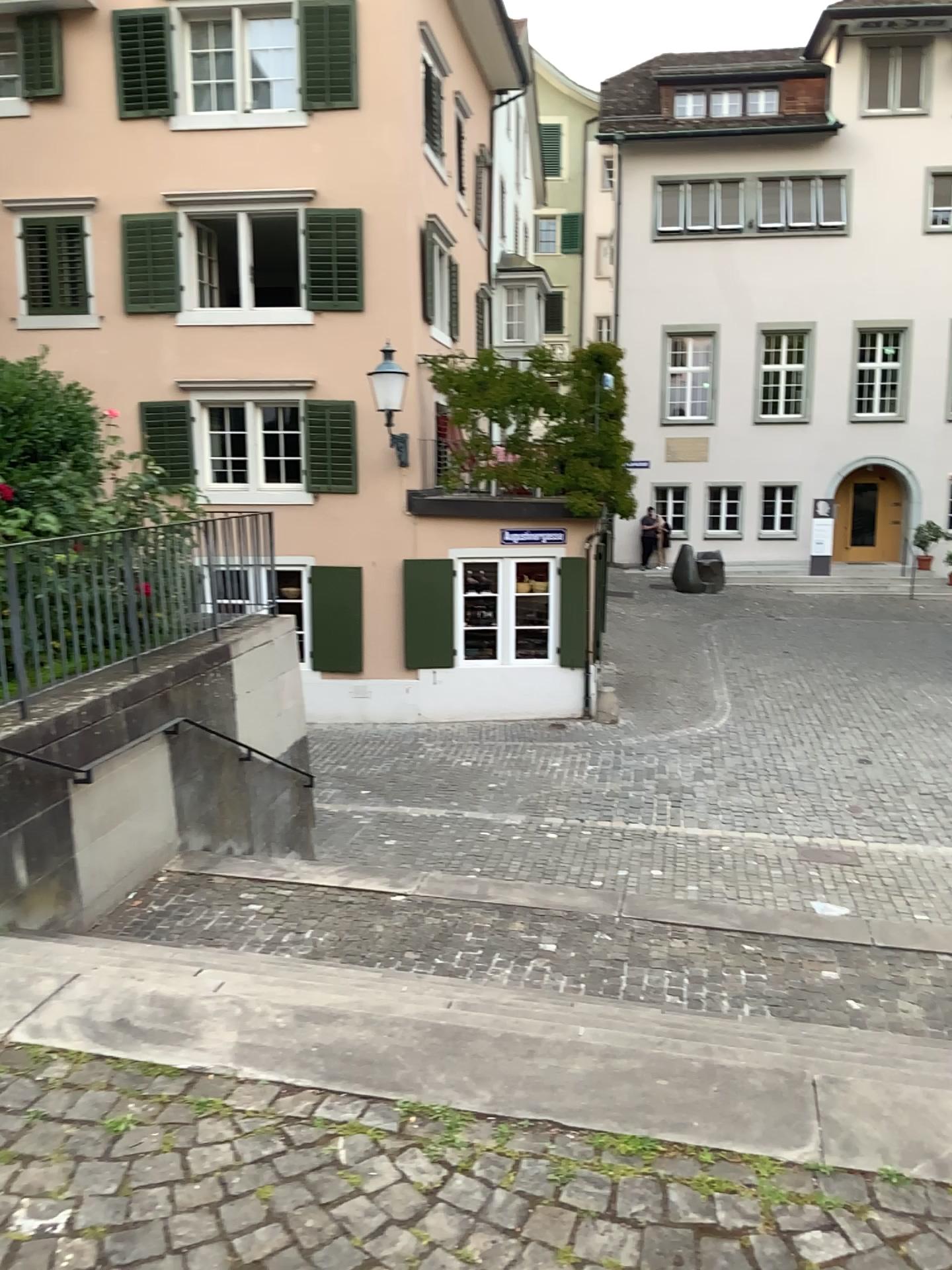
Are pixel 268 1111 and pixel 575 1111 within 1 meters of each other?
yes
